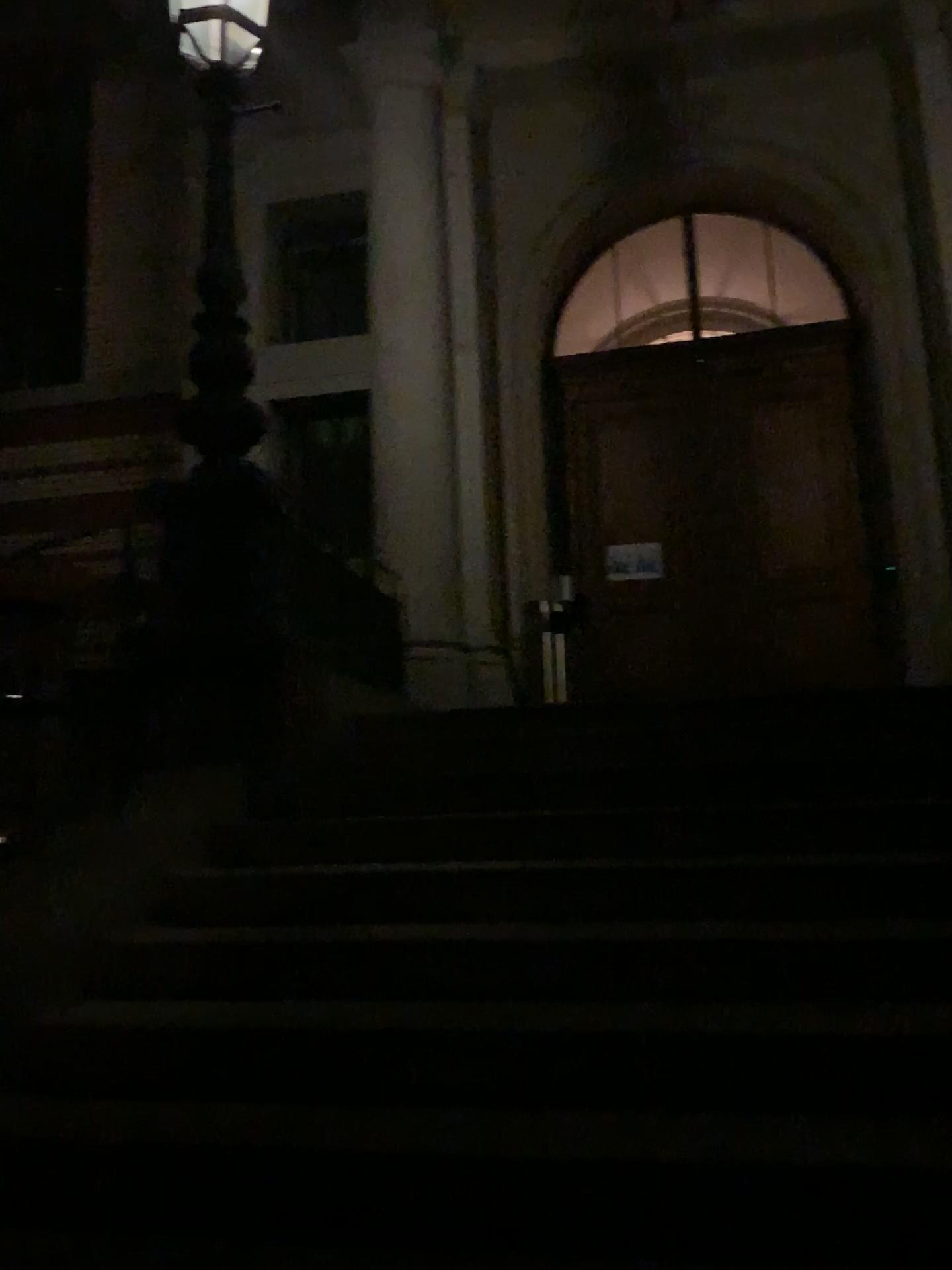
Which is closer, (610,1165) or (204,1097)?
(610,1165)
